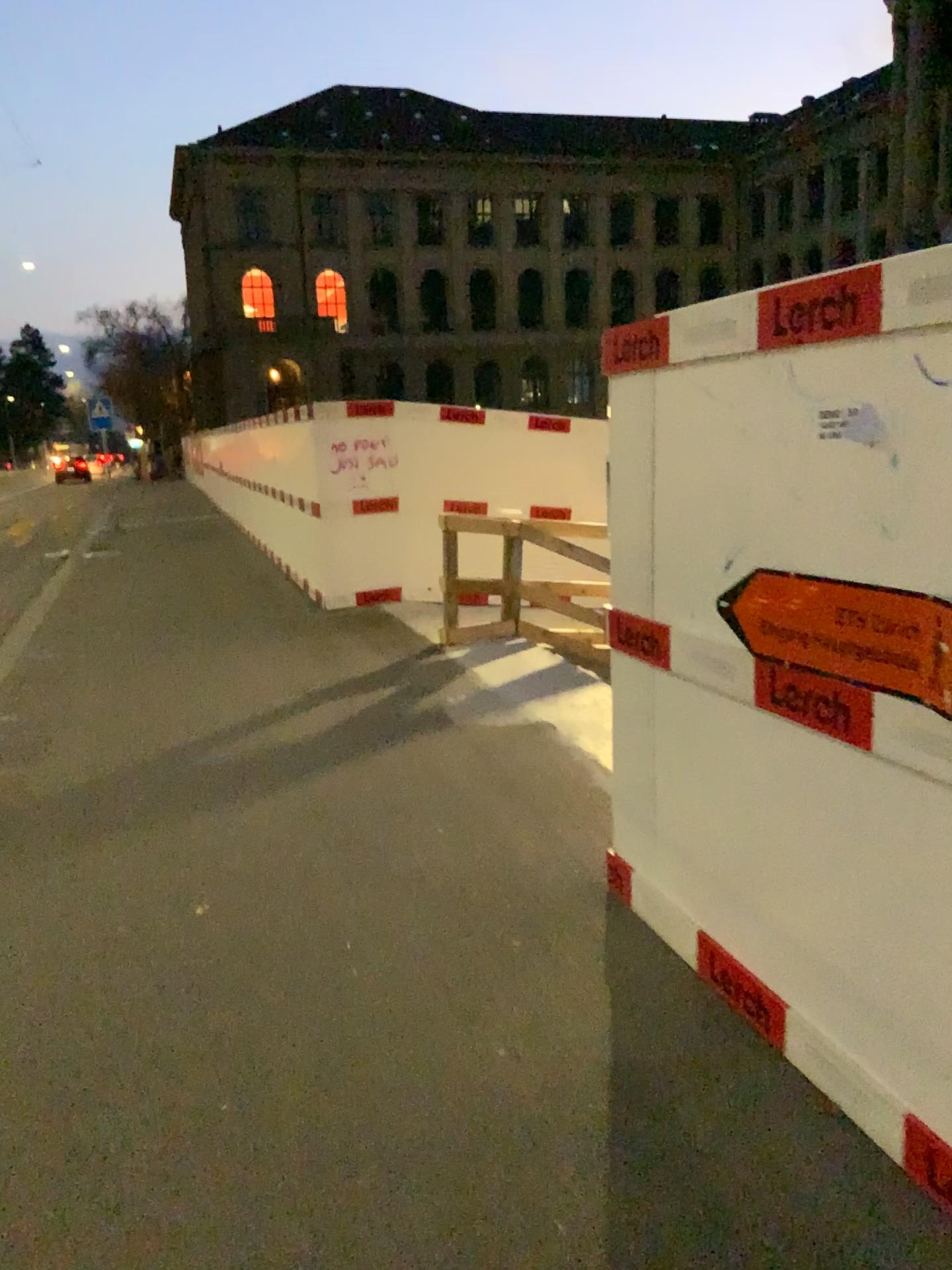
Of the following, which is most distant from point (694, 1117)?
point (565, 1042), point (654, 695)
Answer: point (654, 695)
